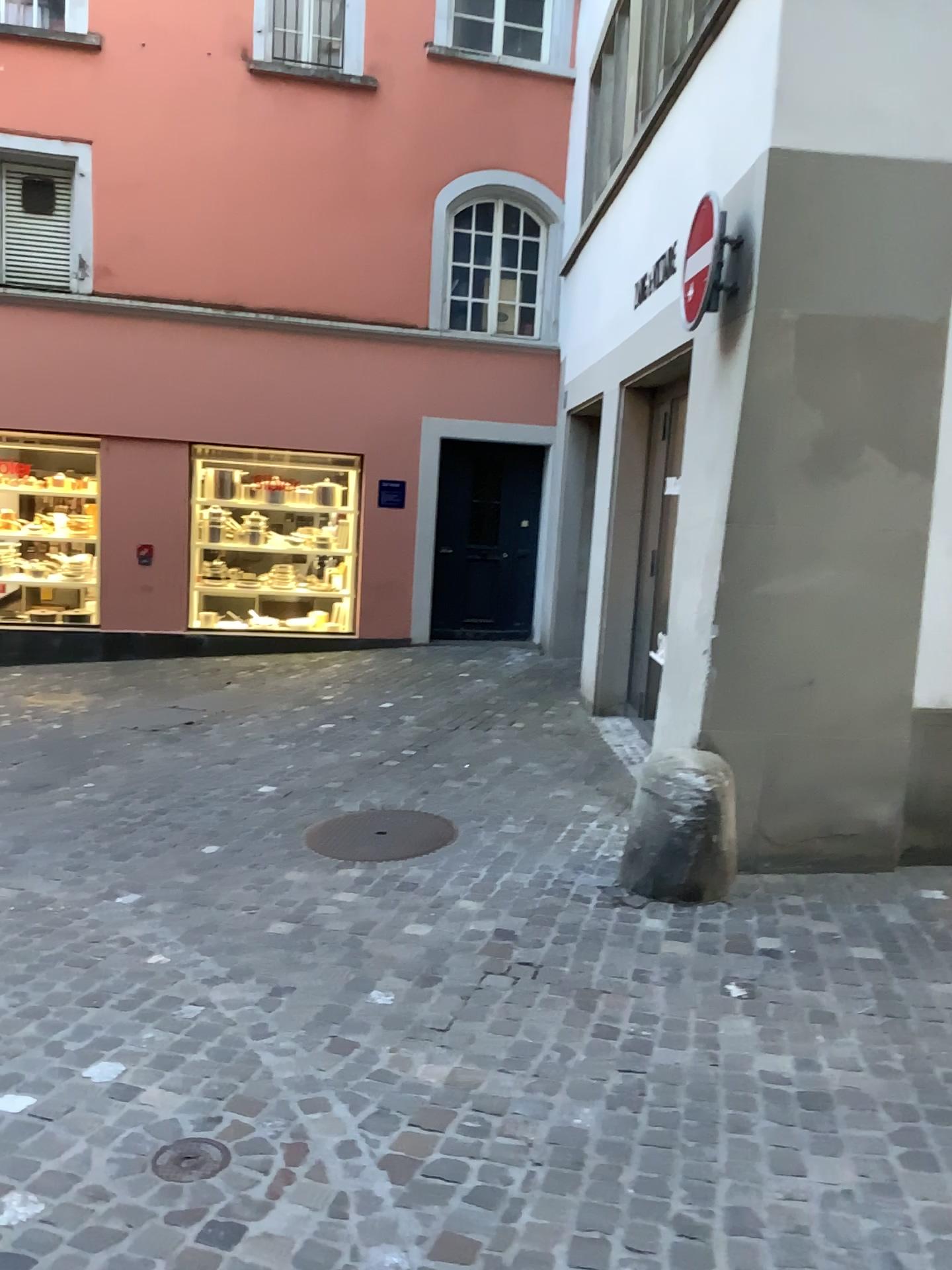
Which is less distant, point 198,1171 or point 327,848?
point 198,1171

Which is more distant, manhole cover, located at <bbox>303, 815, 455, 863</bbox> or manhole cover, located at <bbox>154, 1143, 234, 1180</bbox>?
manhole cover, located at <bbox>303, 815, 455, 863</bbox>

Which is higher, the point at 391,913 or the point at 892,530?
the point at 892,530

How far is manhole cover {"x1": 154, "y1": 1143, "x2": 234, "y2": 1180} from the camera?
2.4 meters

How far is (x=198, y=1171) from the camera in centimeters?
236cm
